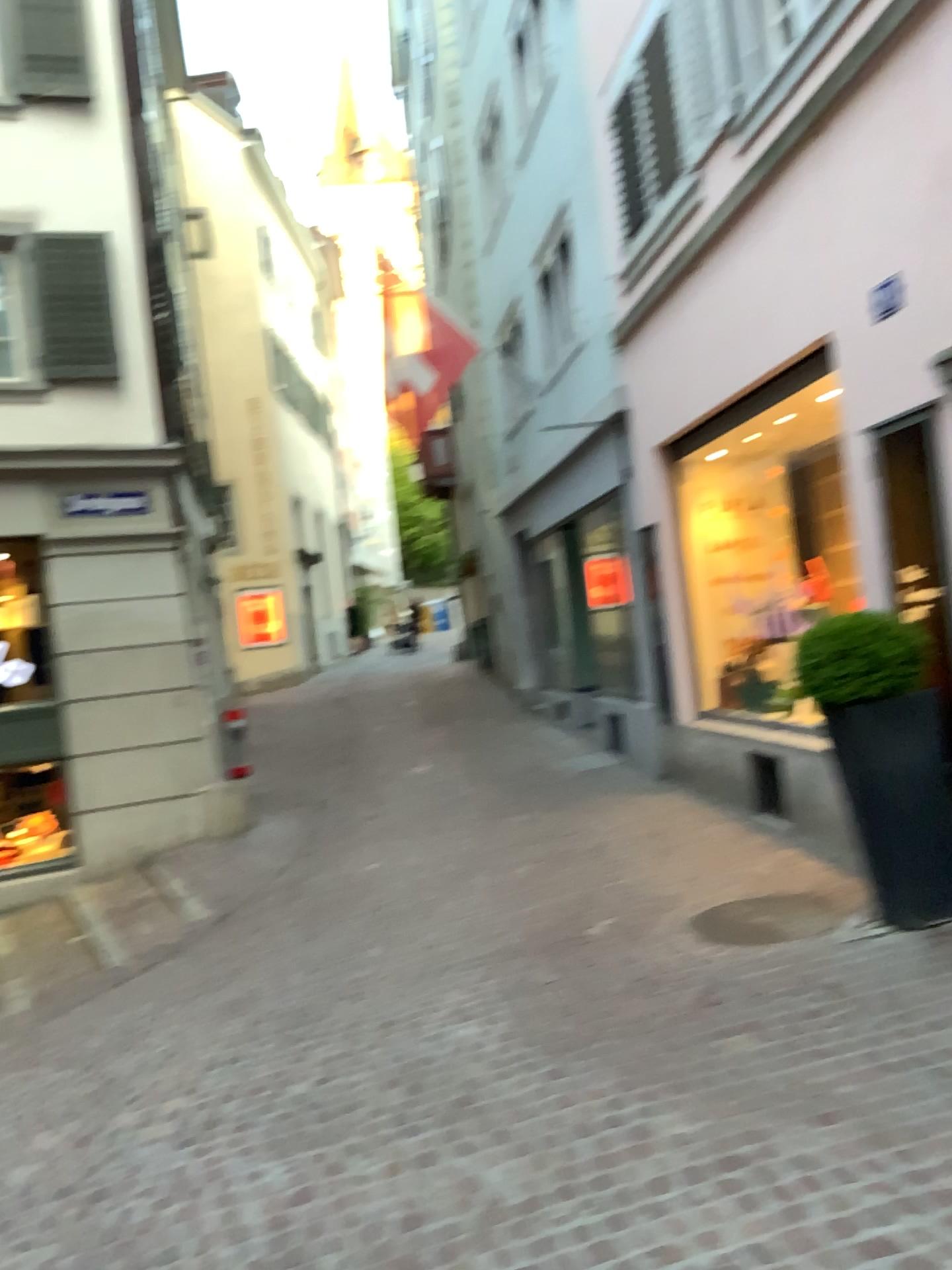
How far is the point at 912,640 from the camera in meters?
4.5

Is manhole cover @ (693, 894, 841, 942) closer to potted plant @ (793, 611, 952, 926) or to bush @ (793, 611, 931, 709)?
potted plant @ (793, 611, 952, 926)

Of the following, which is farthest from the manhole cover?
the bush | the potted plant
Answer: the bush

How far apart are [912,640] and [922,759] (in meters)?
0.50

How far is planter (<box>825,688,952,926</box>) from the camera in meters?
4.4 m

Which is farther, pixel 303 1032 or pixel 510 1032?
pixel 303 1032

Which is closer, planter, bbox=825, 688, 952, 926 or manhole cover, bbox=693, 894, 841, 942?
planter, bbox=825, 688, 952, 926

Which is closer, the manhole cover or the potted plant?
the potted plant

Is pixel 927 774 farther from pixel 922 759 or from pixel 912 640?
pixel 912 640

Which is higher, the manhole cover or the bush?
the bush
